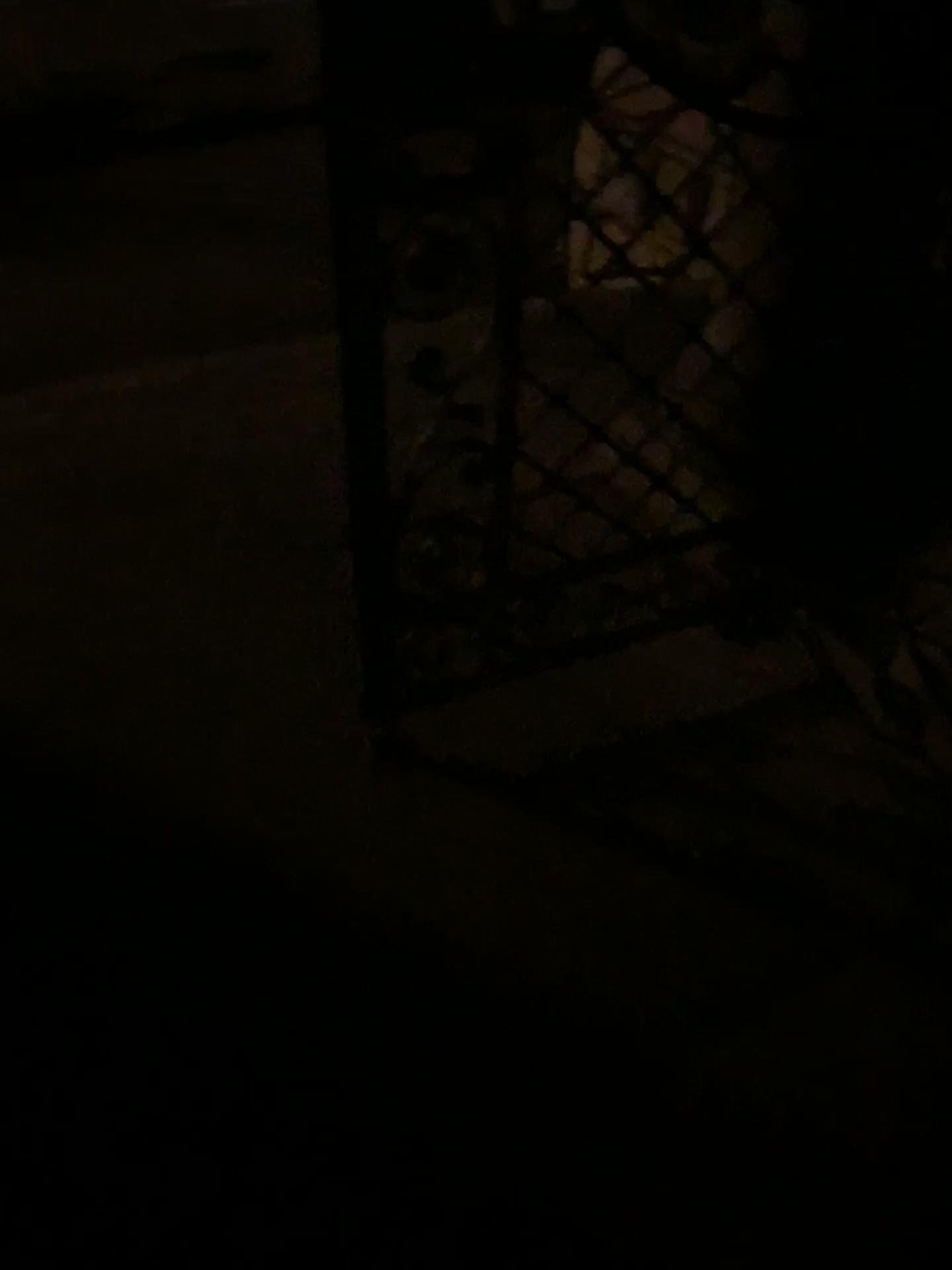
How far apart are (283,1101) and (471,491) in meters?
1.4 m
